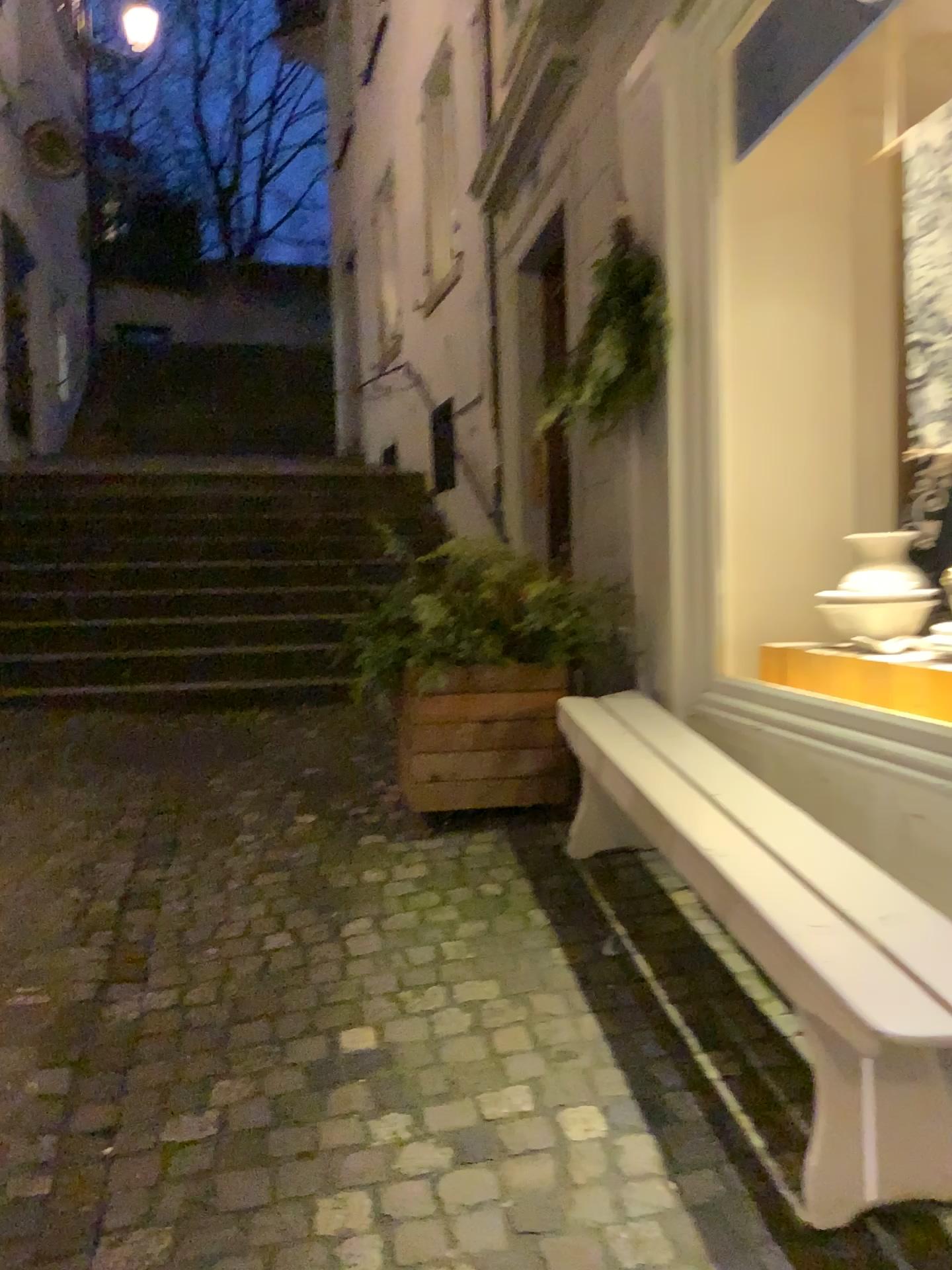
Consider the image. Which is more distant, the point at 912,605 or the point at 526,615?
the point at 526,615

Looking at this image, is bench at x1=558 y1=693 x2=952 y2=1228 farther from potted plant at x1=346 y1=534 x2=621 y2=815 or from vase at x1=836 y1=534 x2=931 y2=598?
potted plant at x1=346 y1=534 x2=621 y2=815

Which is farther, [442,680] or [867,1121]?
[442,680]

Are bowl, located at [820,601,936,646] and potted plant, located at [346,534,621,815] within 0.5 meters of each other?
no

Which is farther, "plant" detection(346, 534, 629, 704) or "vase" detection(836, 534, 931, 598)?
"plant" detection(346, 534, 629, 704)

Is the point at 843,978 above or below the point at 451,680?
below

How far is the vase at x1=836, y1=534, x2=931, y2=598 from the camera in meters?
2.7

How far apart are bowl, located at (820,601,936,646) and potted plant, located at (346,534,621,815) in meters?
0.9

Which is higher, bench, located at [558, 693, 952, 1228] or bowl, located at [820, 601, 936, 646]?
bowl, located at [820, 601, 936, 646]

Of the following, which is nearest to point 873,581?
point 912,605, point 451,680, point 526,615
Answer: point 912,605
